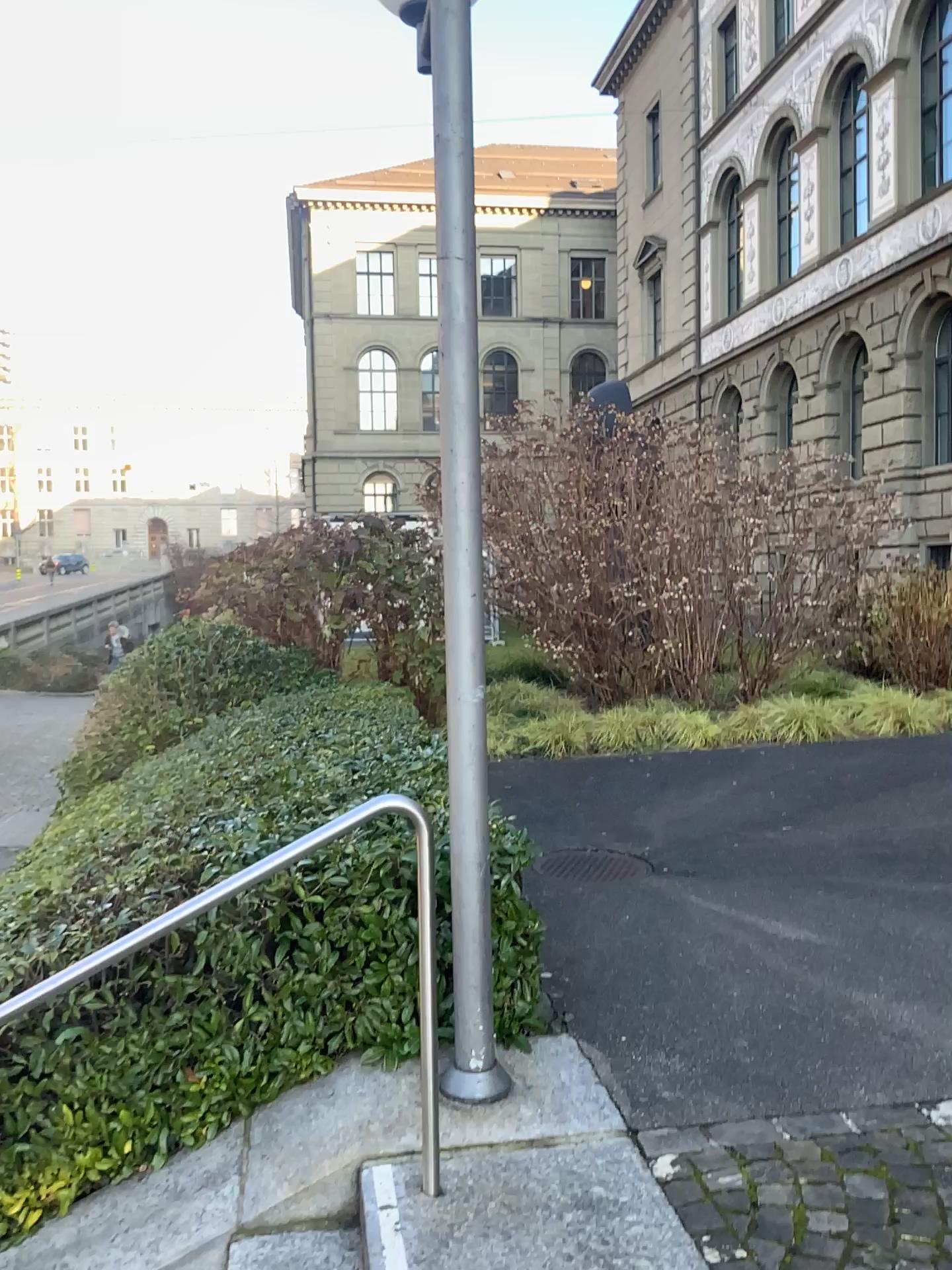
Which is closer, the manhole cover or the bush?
the bush

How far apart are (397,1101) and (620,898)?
2.1 meters

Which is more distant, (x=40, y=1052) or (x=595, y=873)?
(x=595, y=873)
